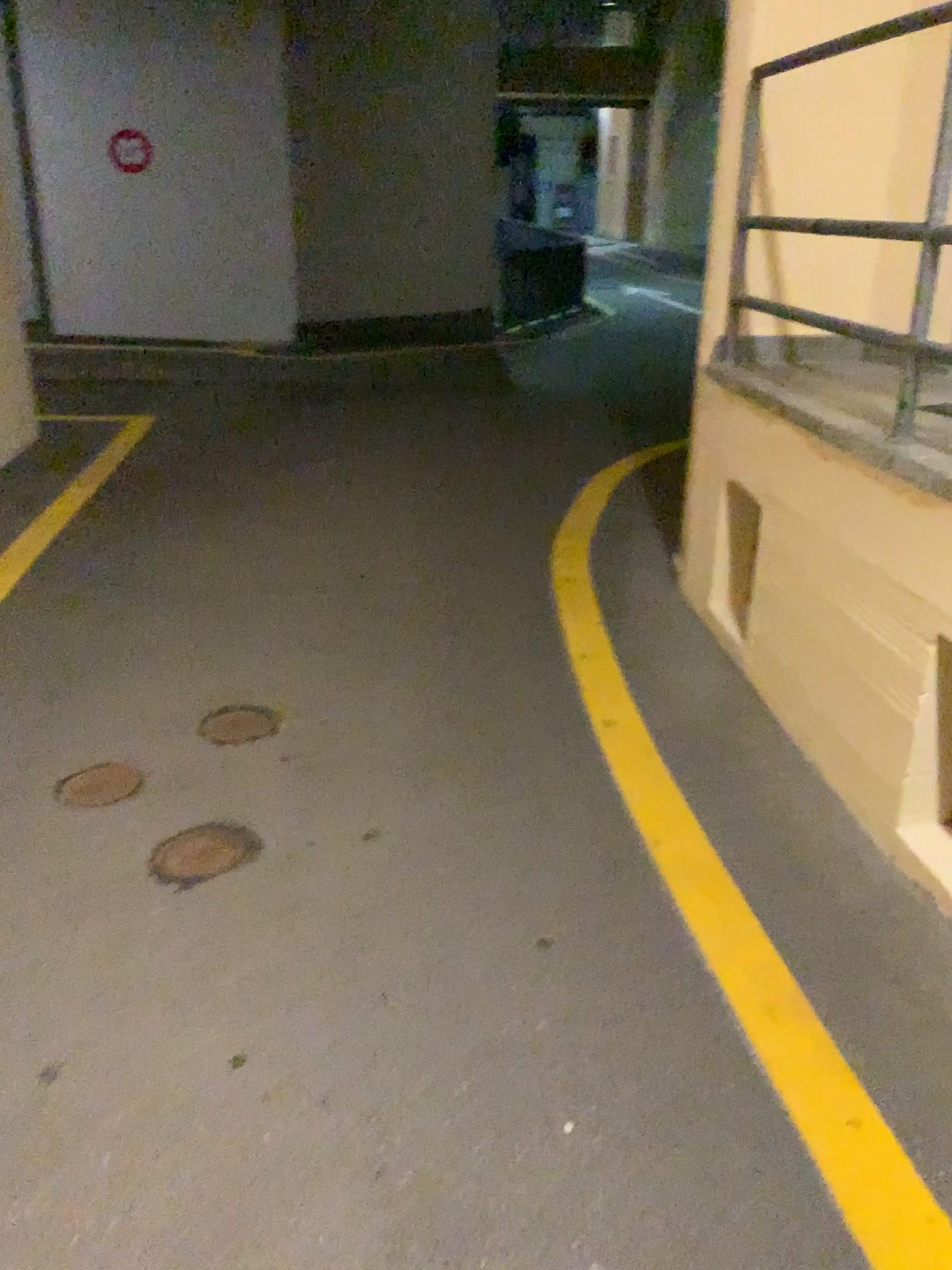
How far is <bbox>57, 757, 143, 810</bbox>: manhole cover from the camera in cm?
275

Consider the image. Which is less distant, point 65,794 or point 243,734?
point 65,794

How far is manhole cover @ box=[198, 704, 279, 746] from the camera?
3.06m

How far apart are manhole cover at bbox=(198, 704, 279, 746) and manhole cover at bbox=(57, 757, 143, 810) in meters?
0.3

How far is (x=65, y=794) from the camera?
2.8m

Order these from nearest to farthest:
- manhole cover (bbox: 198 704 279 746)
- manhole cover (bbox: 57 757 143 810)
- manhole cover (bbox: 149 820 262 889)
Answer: manhole cover (bbox: 149 820 262 889), manhole cover (bbox: 57 757 143 810), manhole cover (bbox: 198 704 279 746)

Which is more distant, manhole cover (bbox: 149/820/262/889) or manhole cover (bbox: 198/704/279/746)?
manhole cover (bbox: 198/704/279/746)

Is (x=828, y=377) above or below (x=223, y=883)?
above

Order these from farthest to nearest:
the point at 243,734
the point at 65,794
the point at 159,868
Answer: the point at 243,734 < the point at 65,794 < the point at 159,868

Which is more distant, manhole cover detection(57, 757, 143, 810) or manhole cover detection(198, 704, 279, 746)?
manhole cover detection(198, 704, 279, 746)
